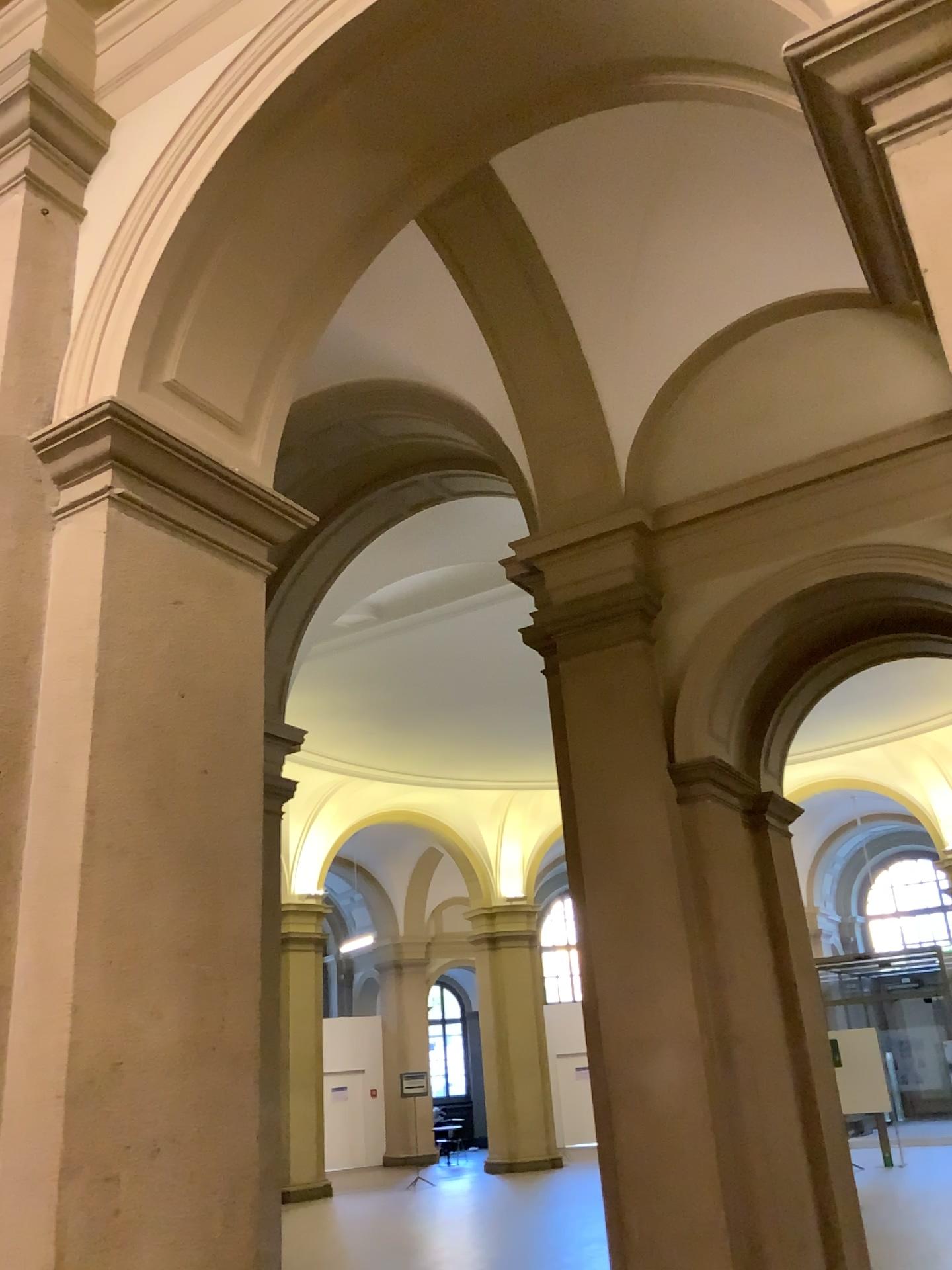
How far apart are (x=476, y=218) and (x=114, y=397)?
1.13m

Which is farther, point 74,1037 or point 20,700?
point 20,700

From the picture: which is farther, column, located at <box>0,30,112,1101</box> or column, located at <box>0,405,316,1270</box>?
column, located at <box>0,30,112,1101</box>

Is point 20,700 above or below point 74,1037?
above
